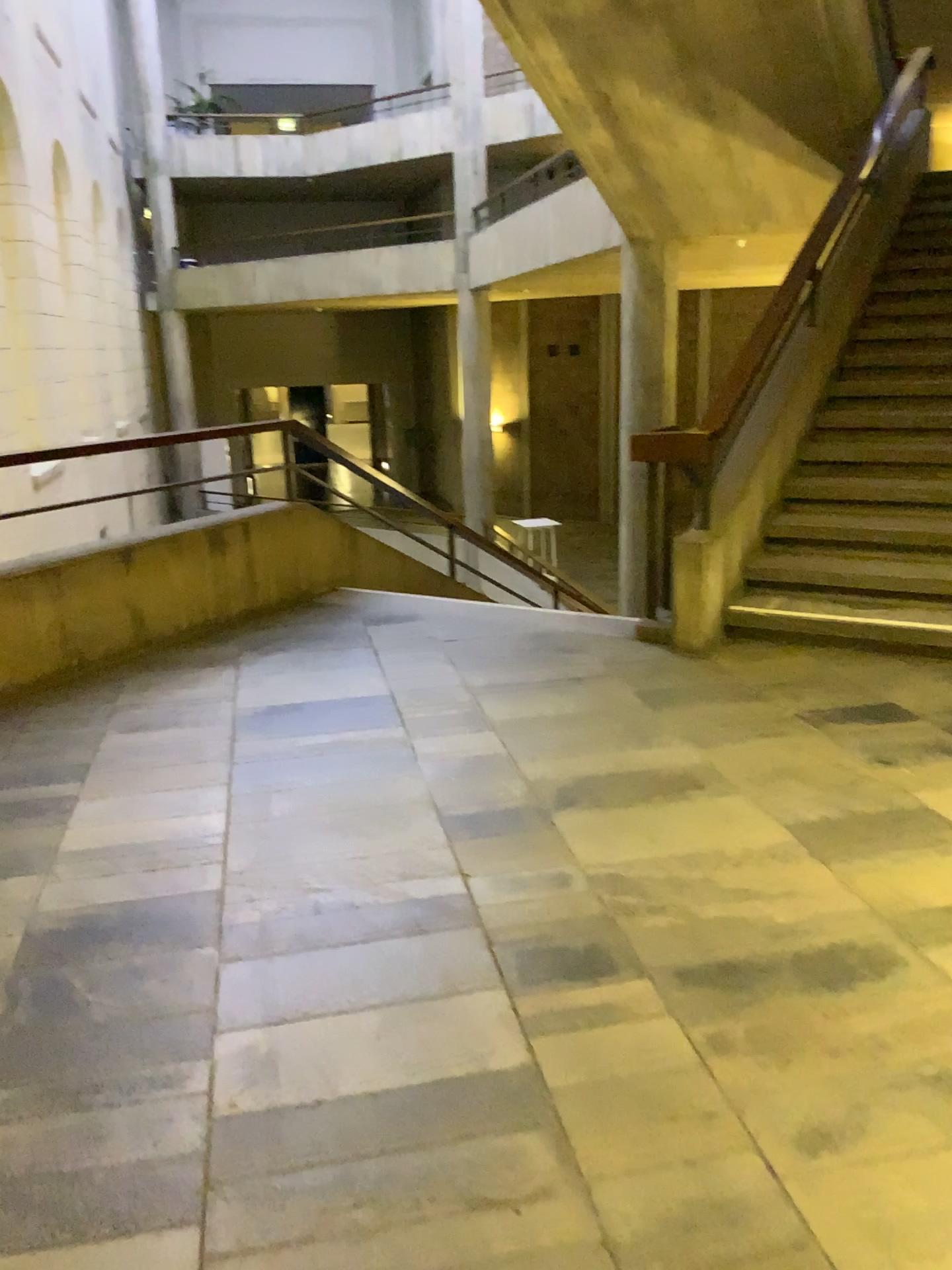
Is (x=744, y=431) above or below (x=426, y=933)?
above
